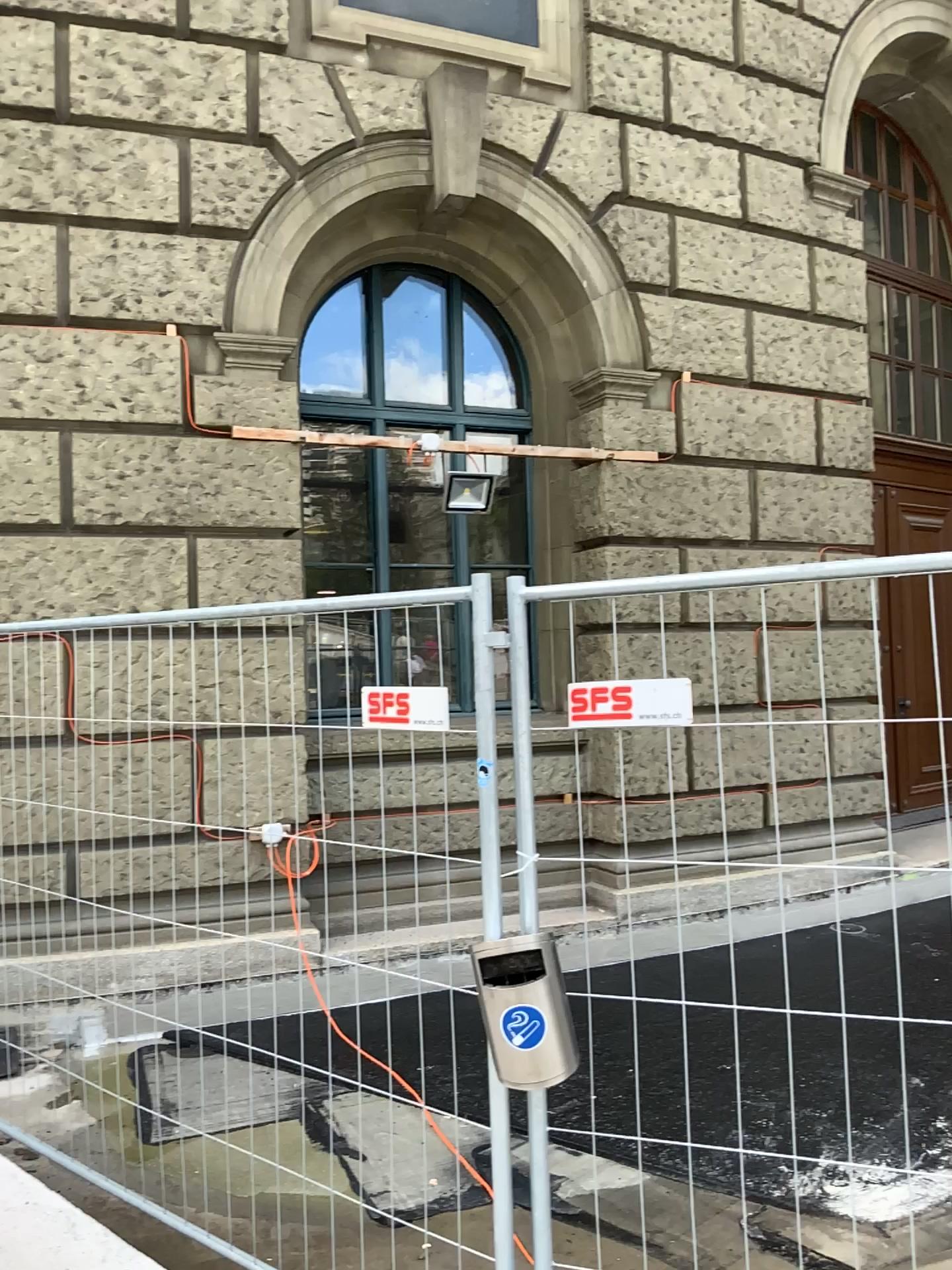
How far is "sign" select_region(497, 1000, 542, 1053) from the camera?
2.1m

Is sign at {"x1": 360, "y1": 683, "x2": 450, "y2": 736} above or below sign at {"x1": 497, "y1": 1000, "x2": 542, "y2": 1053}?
above

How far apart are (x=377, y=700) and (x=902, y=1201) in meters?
2.0

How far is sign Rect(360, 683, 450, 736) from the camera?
2.4m

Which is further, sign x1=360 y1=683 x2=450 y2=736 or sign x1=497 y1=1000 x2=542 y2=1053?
sign x1=360 y1=683 x2=450 y2=736

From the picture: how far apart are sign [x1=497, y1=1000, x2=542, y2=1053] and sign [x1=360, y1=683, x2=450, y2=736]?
0.6 meters

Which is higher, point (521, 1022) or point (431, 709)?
point (431, 709)

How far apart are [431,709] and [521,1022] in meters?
0.7

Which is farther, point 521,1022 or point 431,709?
point 431,709
